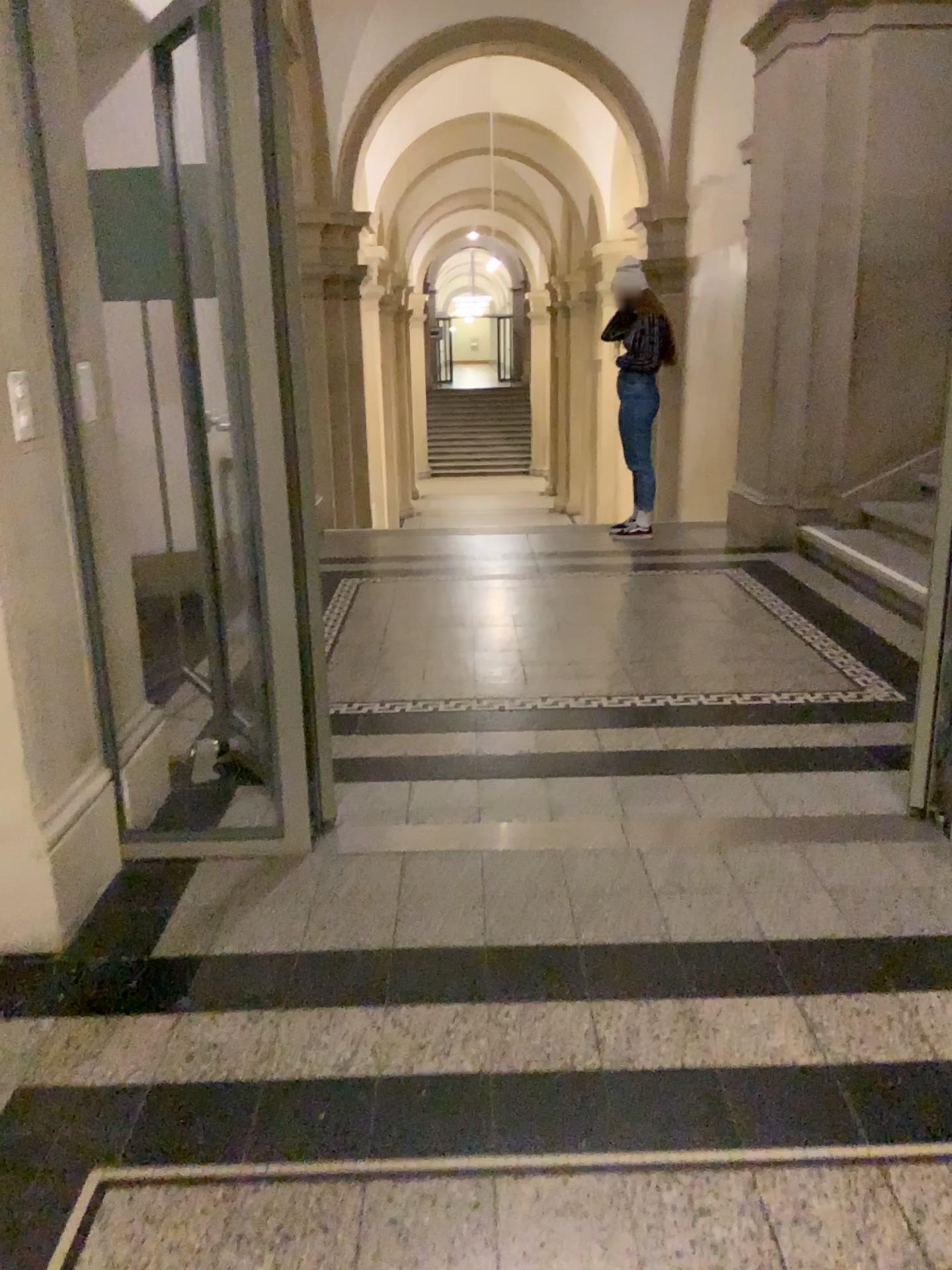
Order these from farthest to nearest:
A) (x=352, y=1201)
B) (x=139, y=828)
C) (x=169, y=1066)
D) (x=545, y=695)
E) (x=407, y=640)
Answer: (x=407, y=640)
(x=545, y=695)
(x=139, y=828)
(x=169, y=1066)
(x=352, y=1201)
